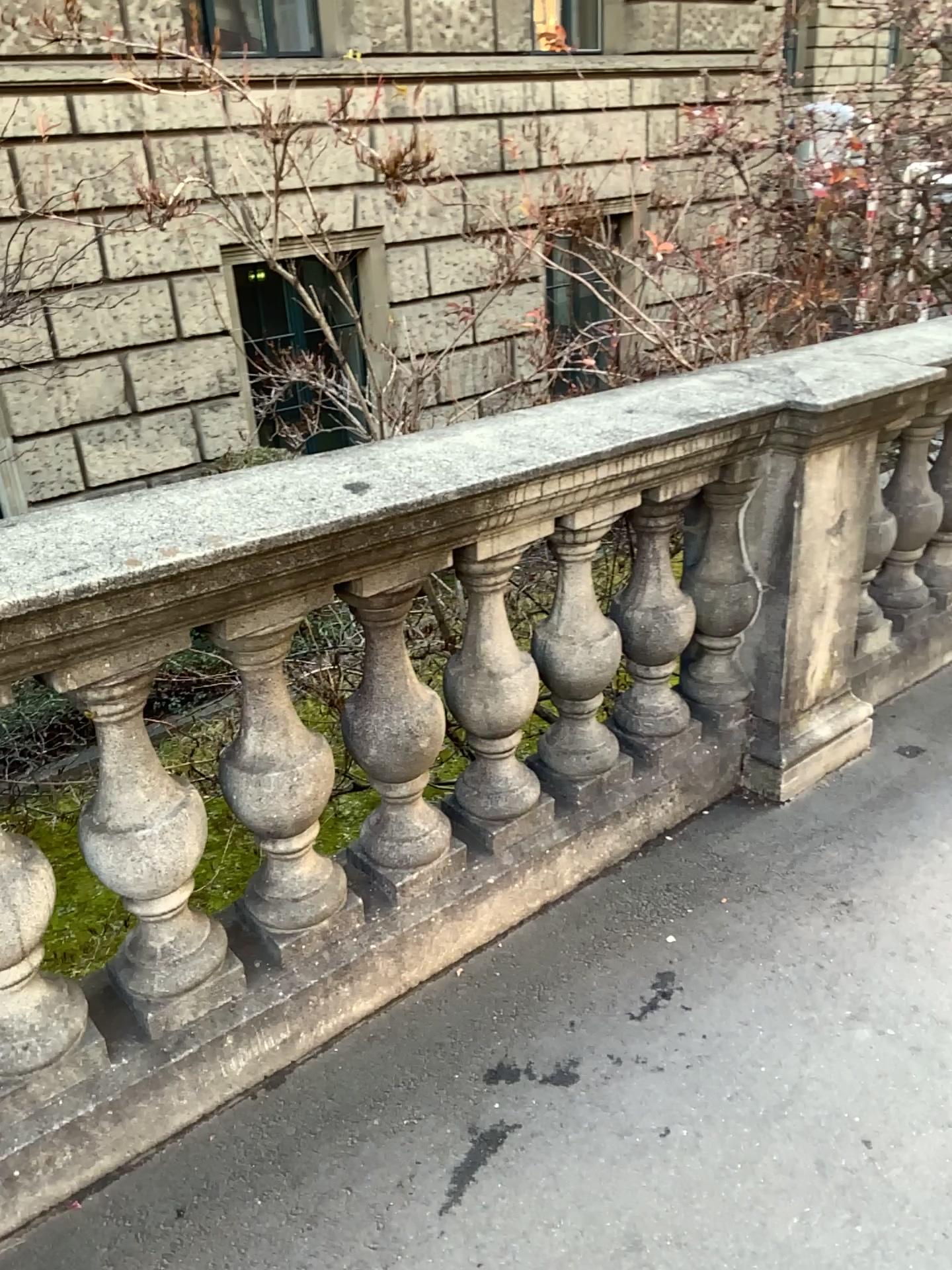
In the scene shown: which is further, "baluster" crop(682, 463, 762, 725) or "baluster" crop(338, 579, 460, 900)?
"baluster" crop(682, 463, 762, 725)

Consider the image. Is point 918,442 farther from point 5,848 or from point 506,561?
point 5,848

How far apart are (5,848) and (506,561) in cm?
101

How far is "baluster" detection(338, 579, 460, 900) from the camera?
2.0m

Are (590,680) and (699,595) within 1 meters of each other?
yes

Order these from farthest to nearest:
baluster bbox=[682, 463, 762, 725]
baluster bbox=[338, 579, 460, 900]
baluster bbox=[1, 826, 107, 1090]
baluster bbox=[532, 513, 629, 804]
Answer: baluster bbox=[682, 463, 762, 725], baluster bbox=[532, 513, 629, 804], baluster bbox=[338, 579, 460, 900], baluster bbox=[1, 826, 107, 1090]

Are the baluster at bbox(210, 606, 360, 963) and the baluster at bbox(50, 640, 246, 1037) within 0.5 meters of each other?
yes

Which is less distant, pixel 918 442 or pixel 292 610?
pixel 292 610

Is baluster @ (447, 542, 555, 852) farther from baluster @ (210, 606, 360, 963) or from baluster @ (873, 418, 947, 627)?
baluster @ (873, 418, 947, 627)

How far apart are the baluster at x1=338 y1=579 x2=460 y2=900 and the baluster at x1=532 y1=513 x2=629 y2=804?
0.3 meters
